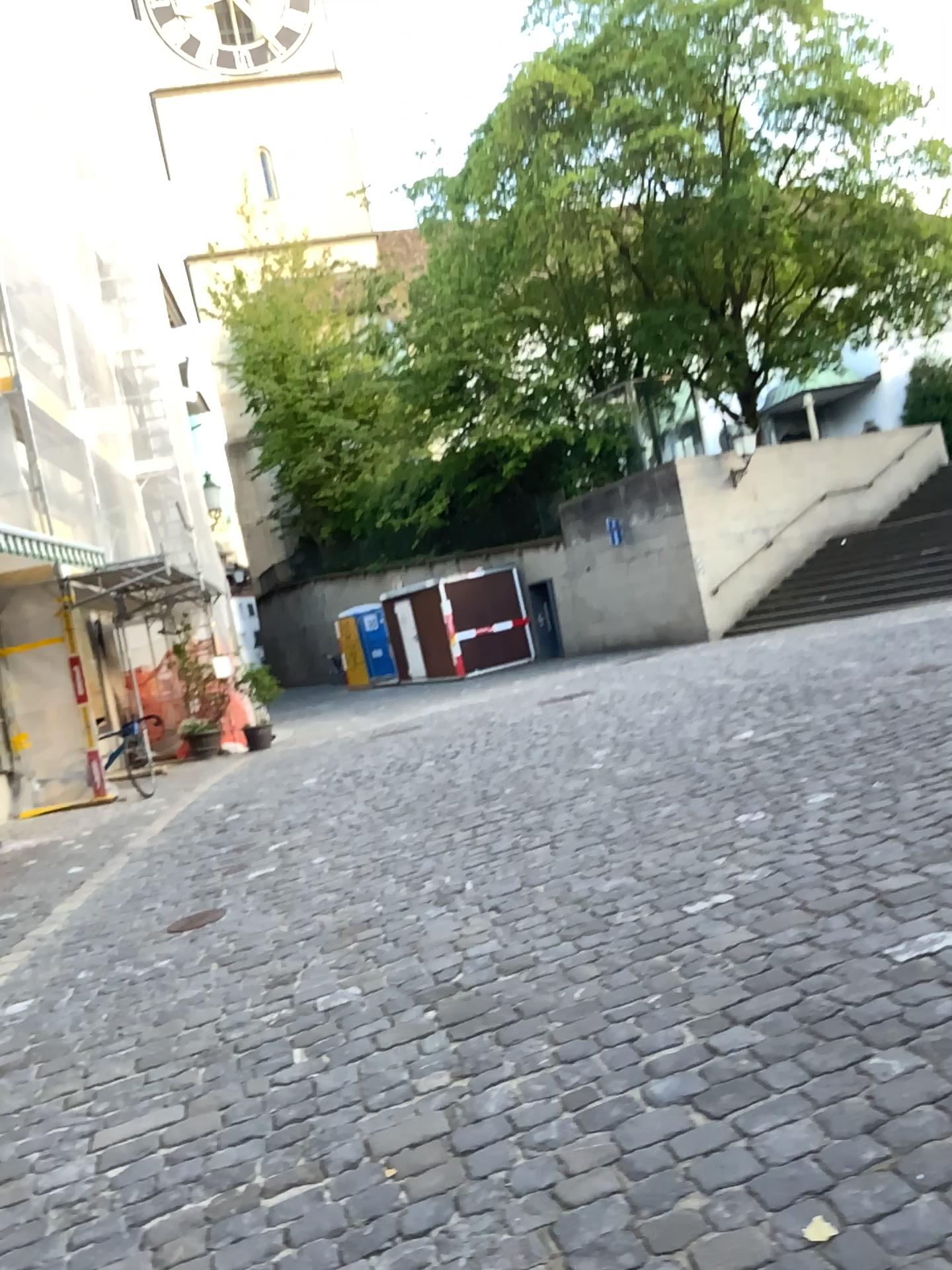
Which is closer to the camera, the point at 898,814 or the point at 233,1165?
the point at 233,1165
